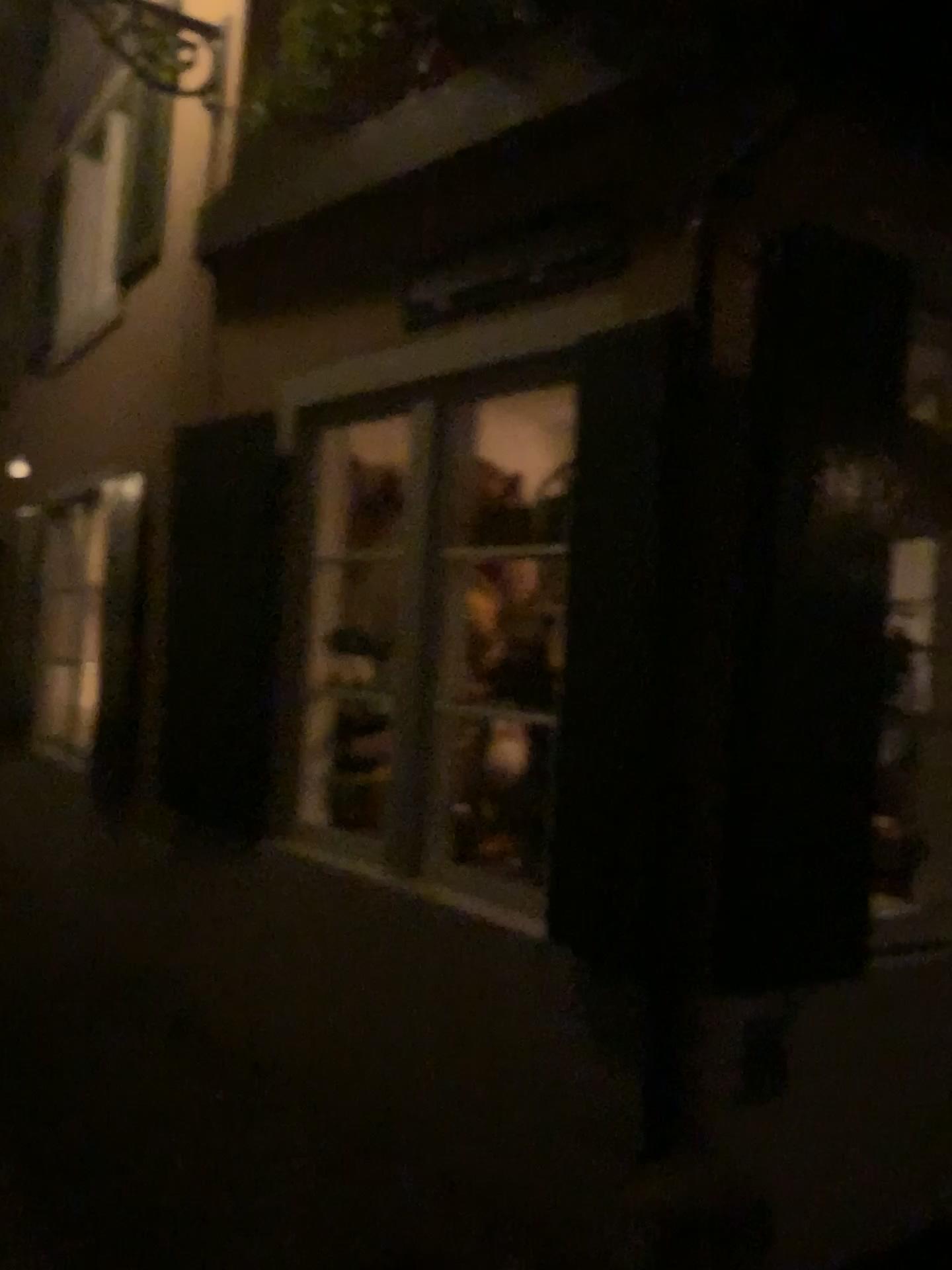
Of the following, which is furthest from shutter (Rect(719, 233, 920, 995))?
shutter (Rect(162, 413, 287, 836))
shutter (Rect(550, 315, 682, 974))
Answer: shutter (Rect(162, 413, 287, 836))

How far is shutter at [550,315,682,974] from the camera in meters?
2.5

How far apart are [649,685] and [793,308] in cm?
89

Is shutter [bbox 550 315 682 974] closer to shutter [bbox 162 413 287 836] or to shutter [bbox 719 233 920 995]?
shutter [bbox 719 233 920 995]

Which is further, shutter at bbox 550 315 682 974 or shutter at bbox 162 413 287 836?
shutter at bbox 162 413 287 836

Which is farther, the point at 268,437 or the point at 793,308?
the point at 268,437

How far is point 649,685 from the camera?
2.50m

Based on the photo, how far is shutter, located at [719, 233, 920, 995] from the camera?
2.3 meters

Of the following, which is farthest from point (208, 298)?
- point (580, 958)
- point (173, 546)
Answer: point (580, 958)
